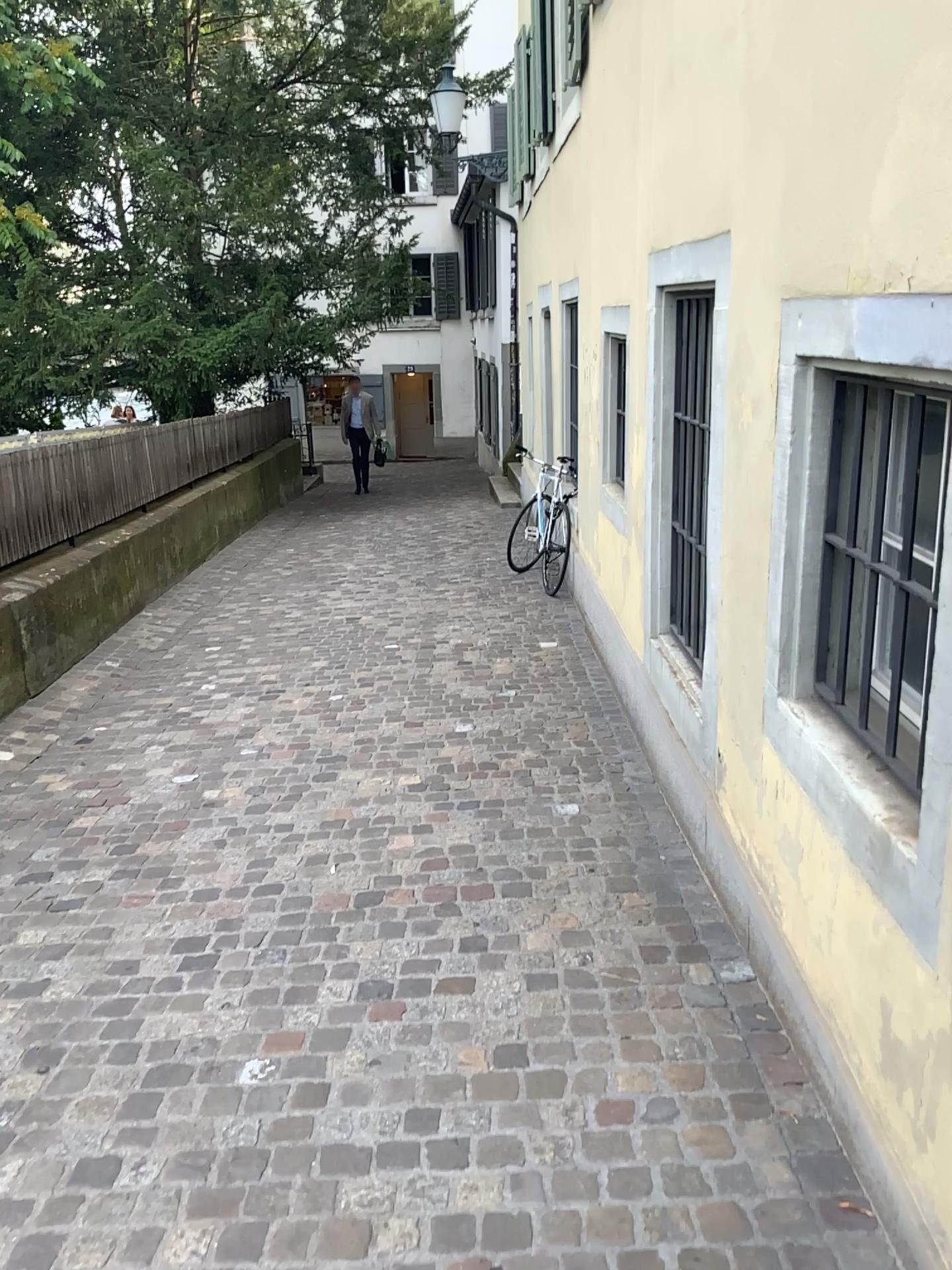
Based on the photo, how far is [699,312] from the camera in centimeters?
364cm

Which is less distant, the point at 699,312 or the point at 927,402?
the point at 927,402

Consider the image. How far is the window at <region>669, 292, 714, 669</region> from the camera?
3.6 meters

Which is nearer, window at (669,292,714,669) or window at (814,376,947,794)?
window at (814,376,947,794)

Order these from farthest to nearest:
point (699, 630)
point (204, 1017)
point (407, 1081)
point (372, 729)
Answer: point (372, 729) < point (699, 630) < point (204, 1017) < point (407, 1081)
